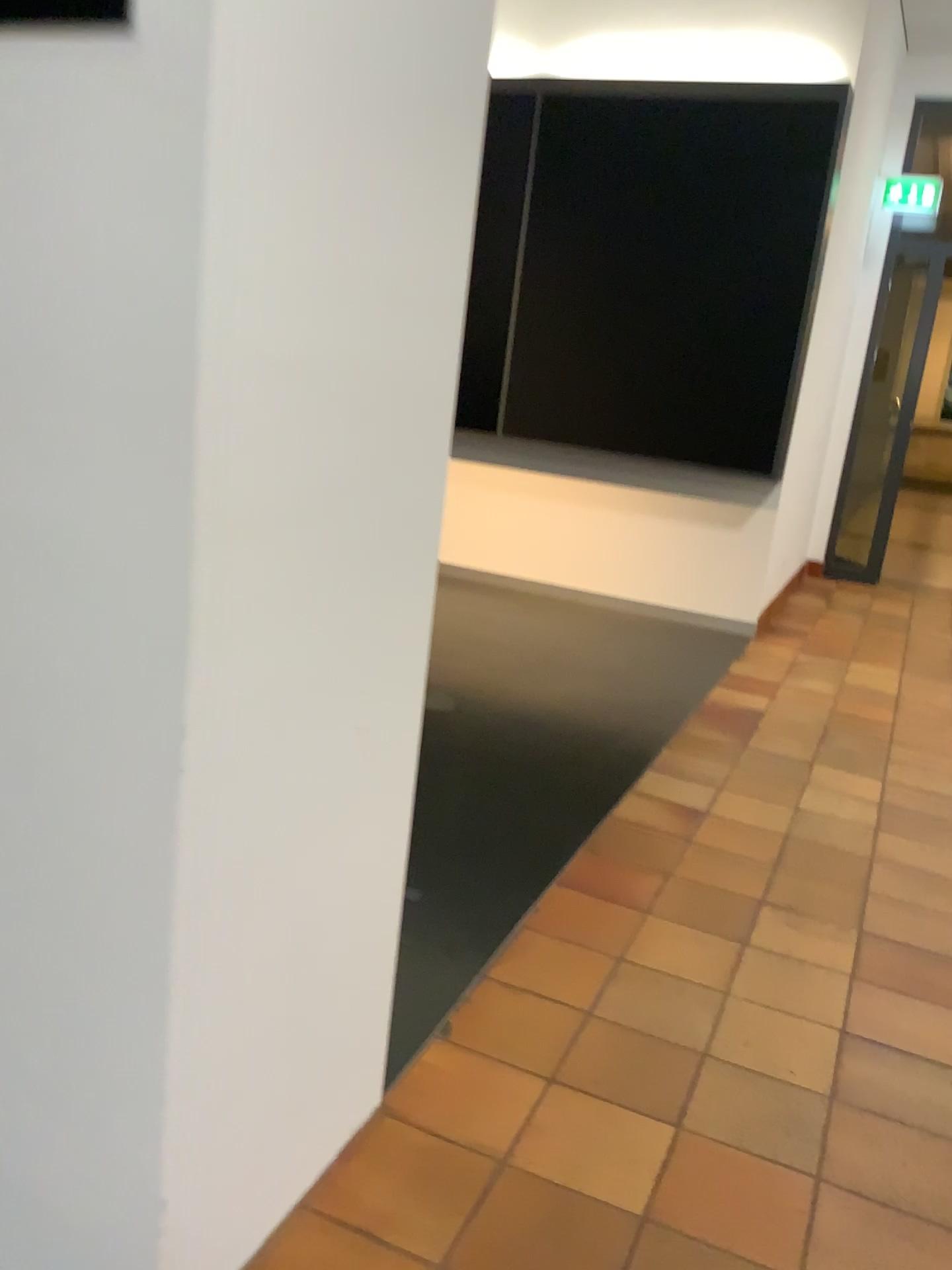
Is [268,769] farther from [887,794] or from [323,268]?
[887,794]
